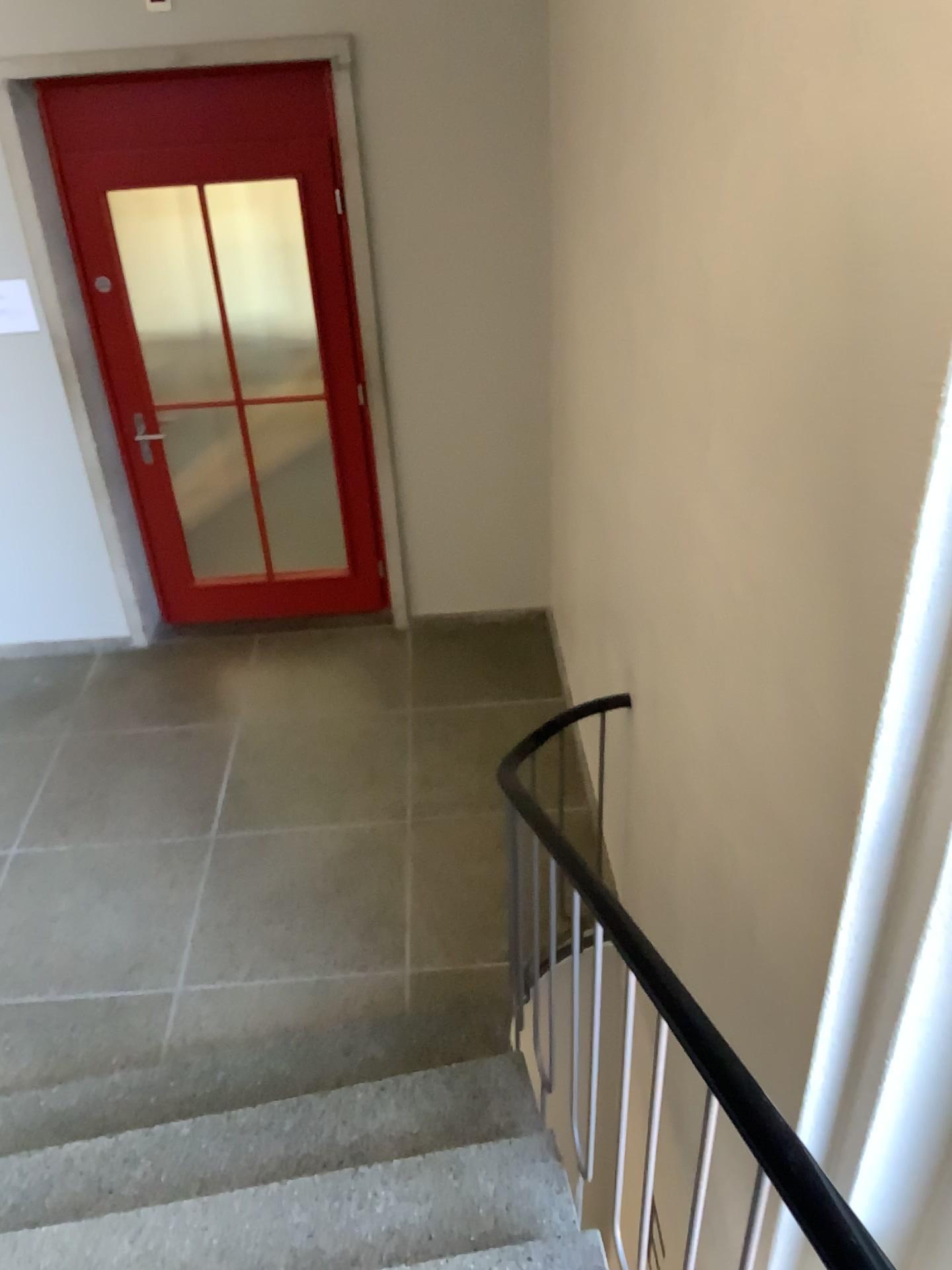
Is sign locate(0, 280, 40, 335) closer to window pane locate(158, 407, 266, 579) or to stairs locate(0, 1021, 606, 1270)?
window pane locate(158, 407, 266, 579)

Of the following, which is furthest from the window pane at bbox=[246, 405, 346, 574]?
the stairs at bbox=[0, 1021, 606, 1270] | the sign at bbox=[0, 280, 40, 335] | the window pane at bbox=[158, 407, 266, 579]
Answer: the stairs at bbox=[0, 1021, 606, 1270]

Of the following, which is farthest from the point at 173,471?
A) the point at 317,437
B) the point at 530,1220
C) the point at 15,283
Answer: the point at 530,1220

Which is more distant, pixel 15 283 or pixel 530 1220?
pixel 15 283

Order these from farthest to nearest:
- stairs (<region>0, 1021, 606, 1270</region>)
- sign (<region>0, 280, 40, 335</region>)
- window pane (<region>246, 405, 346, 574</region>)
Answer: window pane (<region>246, 405, 346, 574</region>) < sign (<region>0, 280, 40, 335</region>) < stairs (<region>0, 1021, 606, 1270</region>)

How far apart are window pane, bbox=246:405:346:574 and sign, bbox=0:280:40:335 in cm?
113

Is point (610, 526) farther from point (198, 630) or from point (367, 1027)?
point (198, 630)

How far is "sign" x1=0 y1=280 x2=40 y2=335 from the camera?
4.15m

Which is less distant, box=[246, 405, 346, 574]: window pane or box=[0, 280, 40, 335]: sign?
box=[0, 280, 40, 335]: sign

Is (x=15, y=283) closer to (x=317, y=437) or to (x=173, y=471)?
(x=173, y=471)
